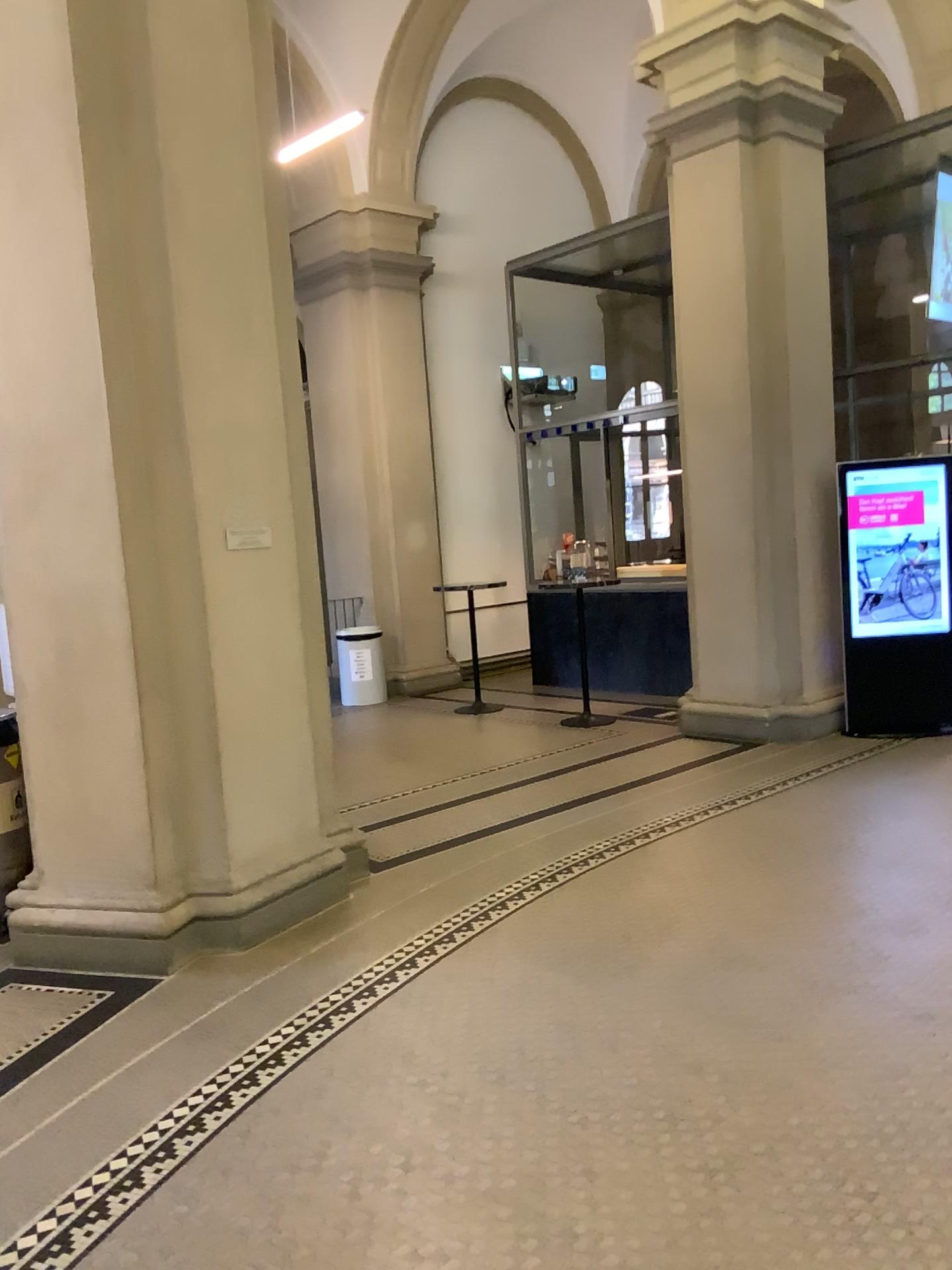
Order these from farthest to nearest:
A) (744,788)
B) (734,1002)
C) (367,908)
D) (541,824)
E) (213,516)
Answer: (744,788), (541,824), (367,908), (213,516), (734,1002)
